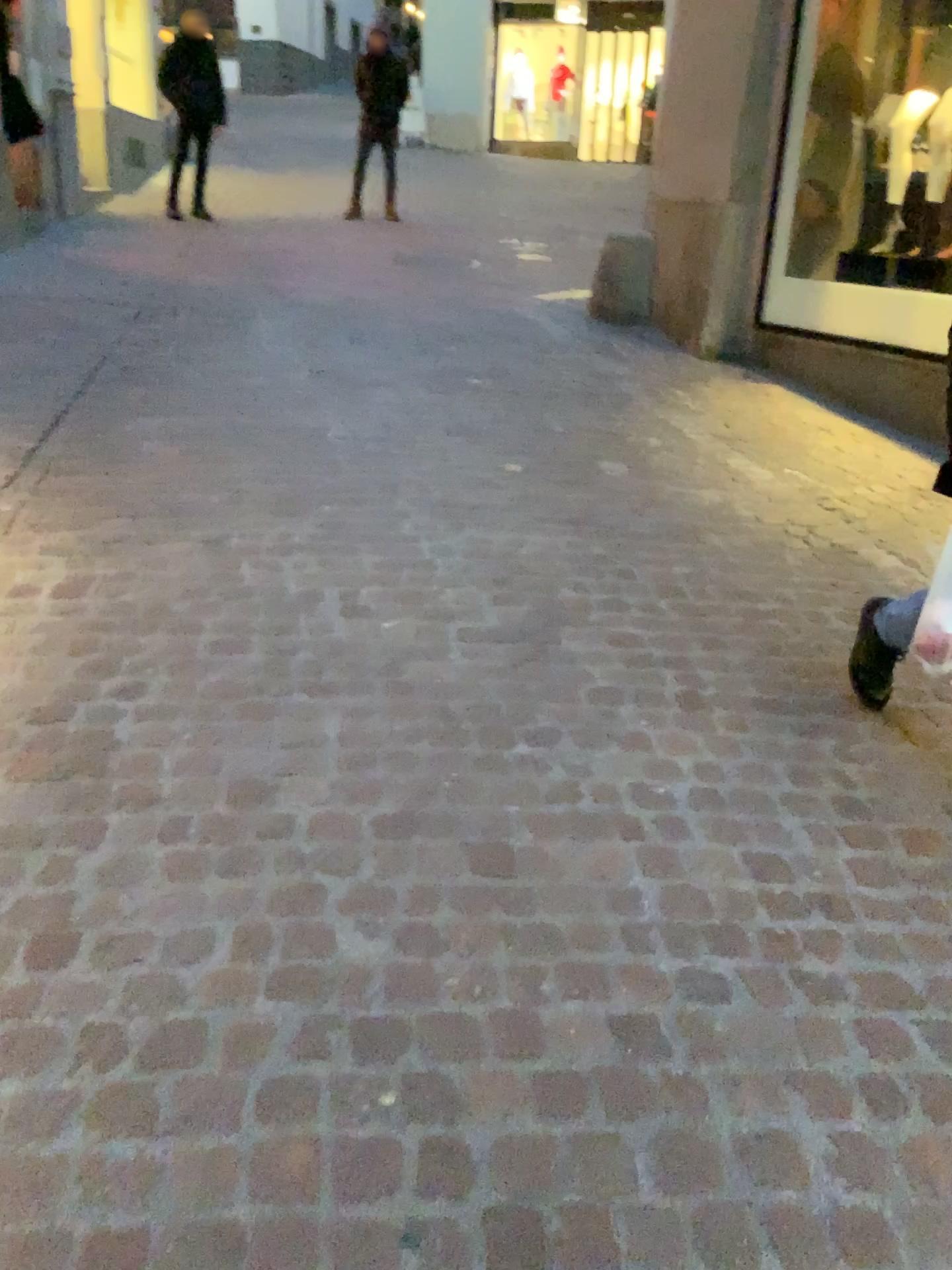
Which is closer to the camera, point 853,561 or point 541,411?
point 853,561
